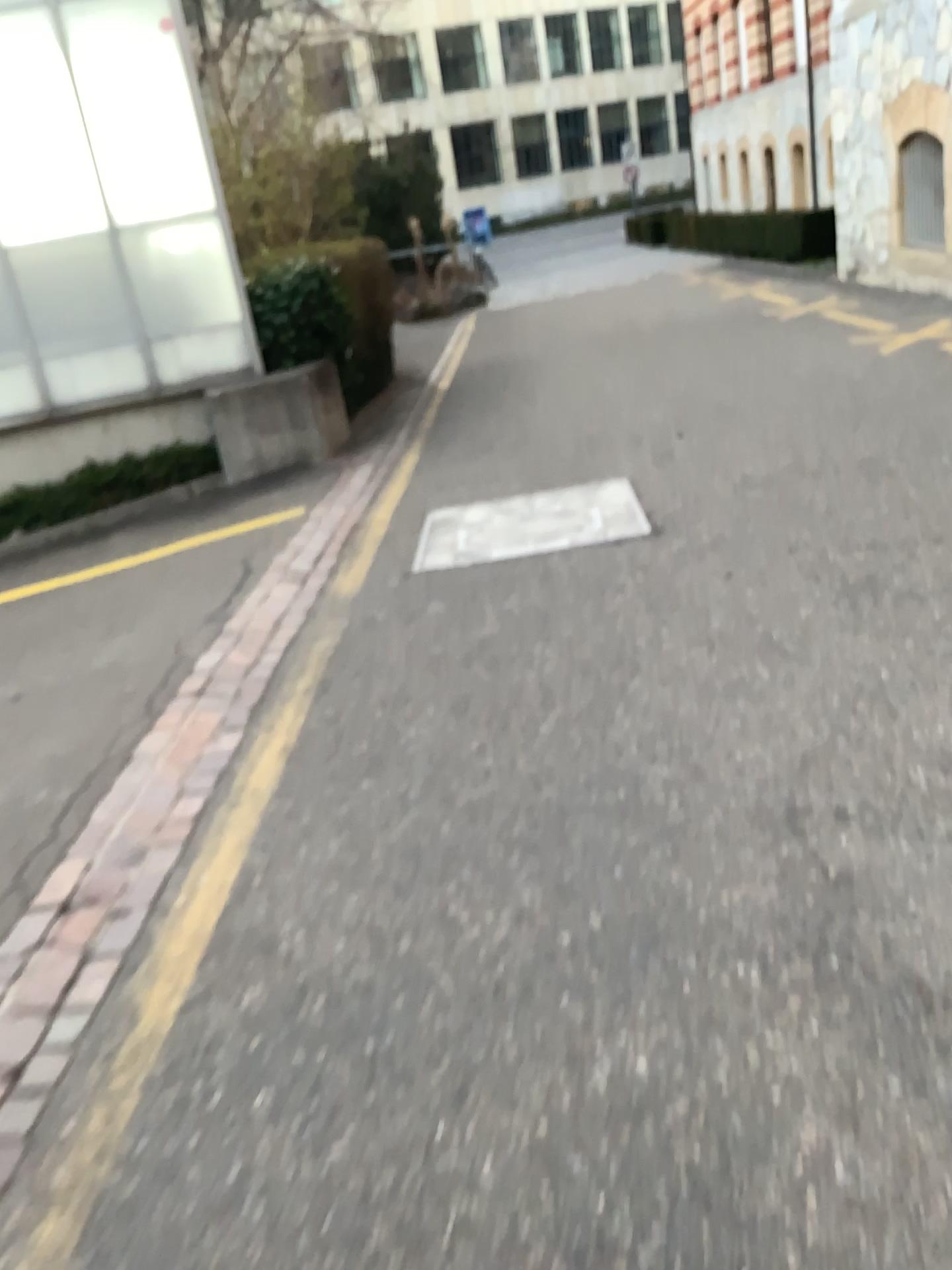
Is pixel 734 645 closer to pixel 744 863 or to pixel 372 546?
pixel 744 863
